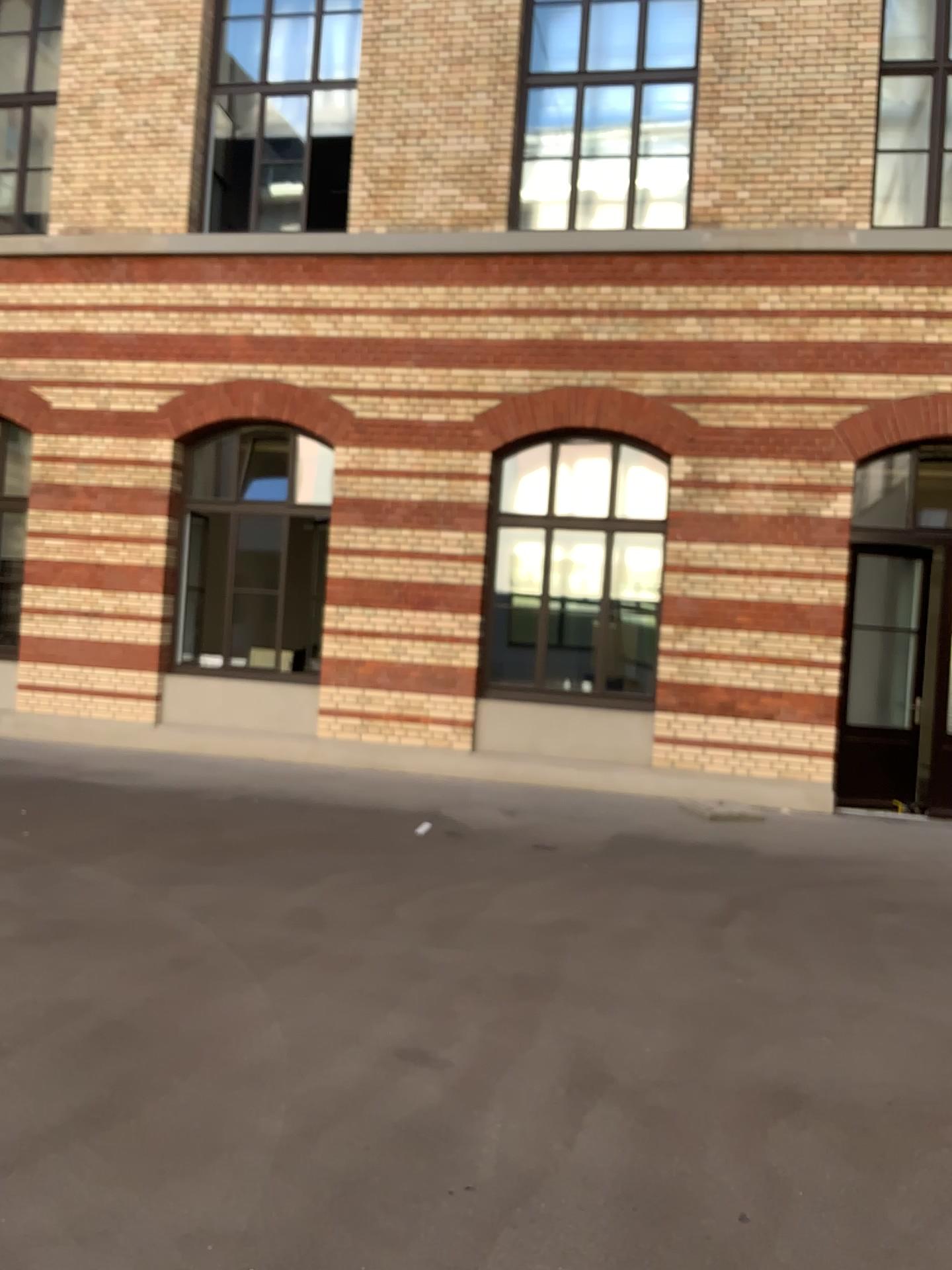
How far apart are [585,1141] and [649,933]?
2.1 meters
